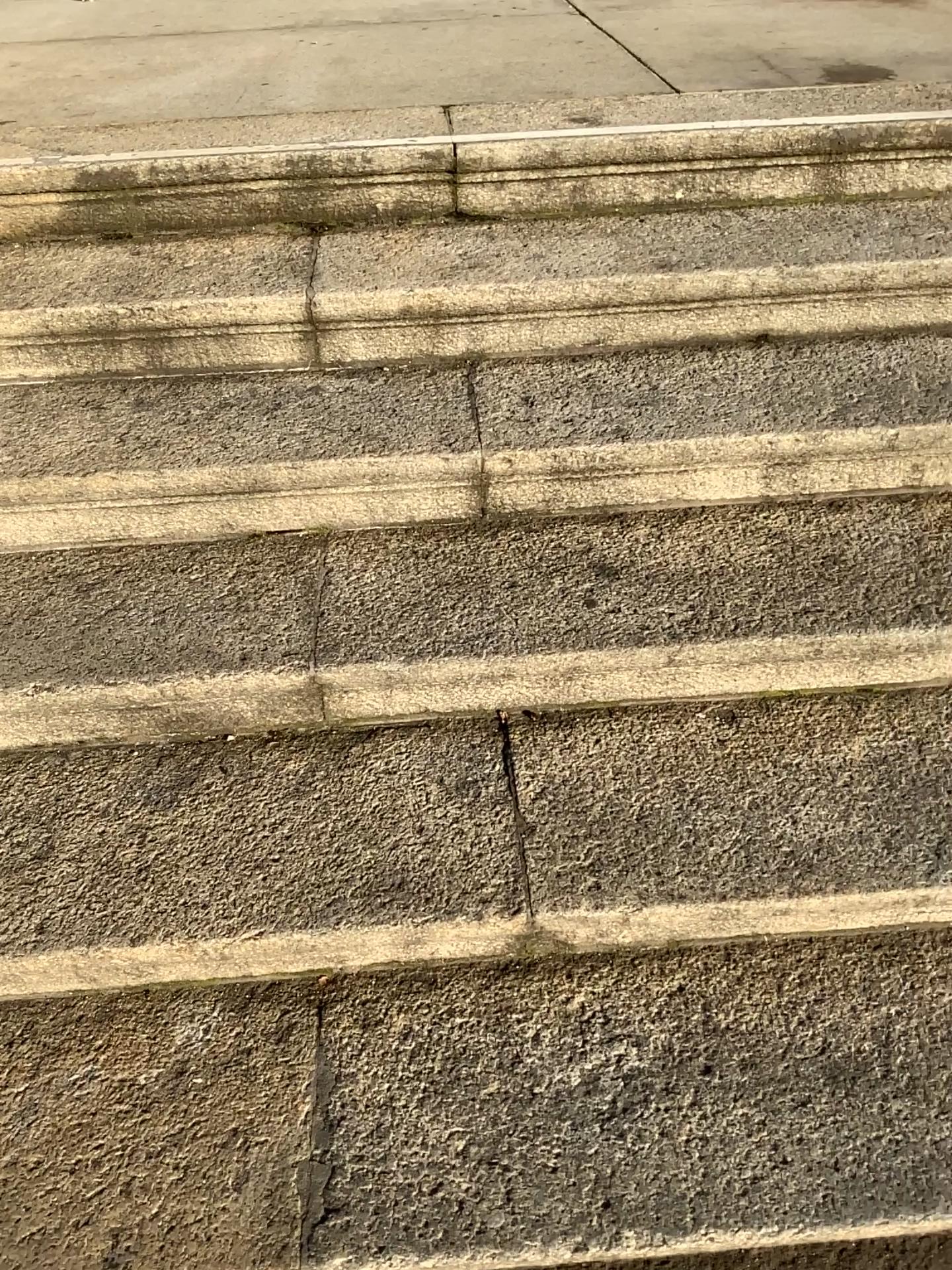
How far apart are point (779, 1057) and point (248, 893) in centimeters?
65cm
